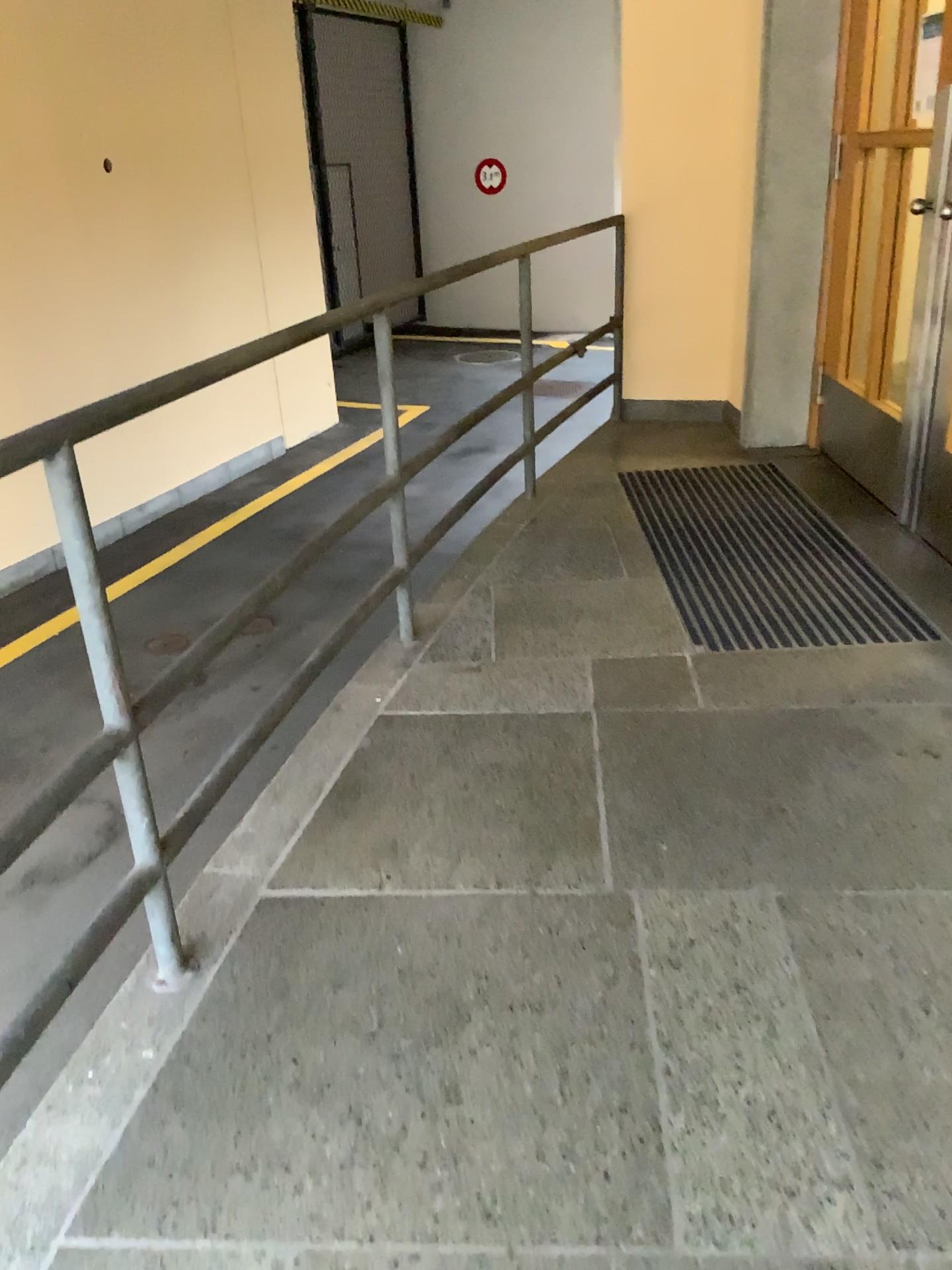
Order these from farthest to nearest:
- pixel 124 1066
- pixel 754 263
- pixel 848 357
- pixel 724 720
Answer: pixel 754 263, pixel 848 357, pixel 724 720, pixel 124 1066
